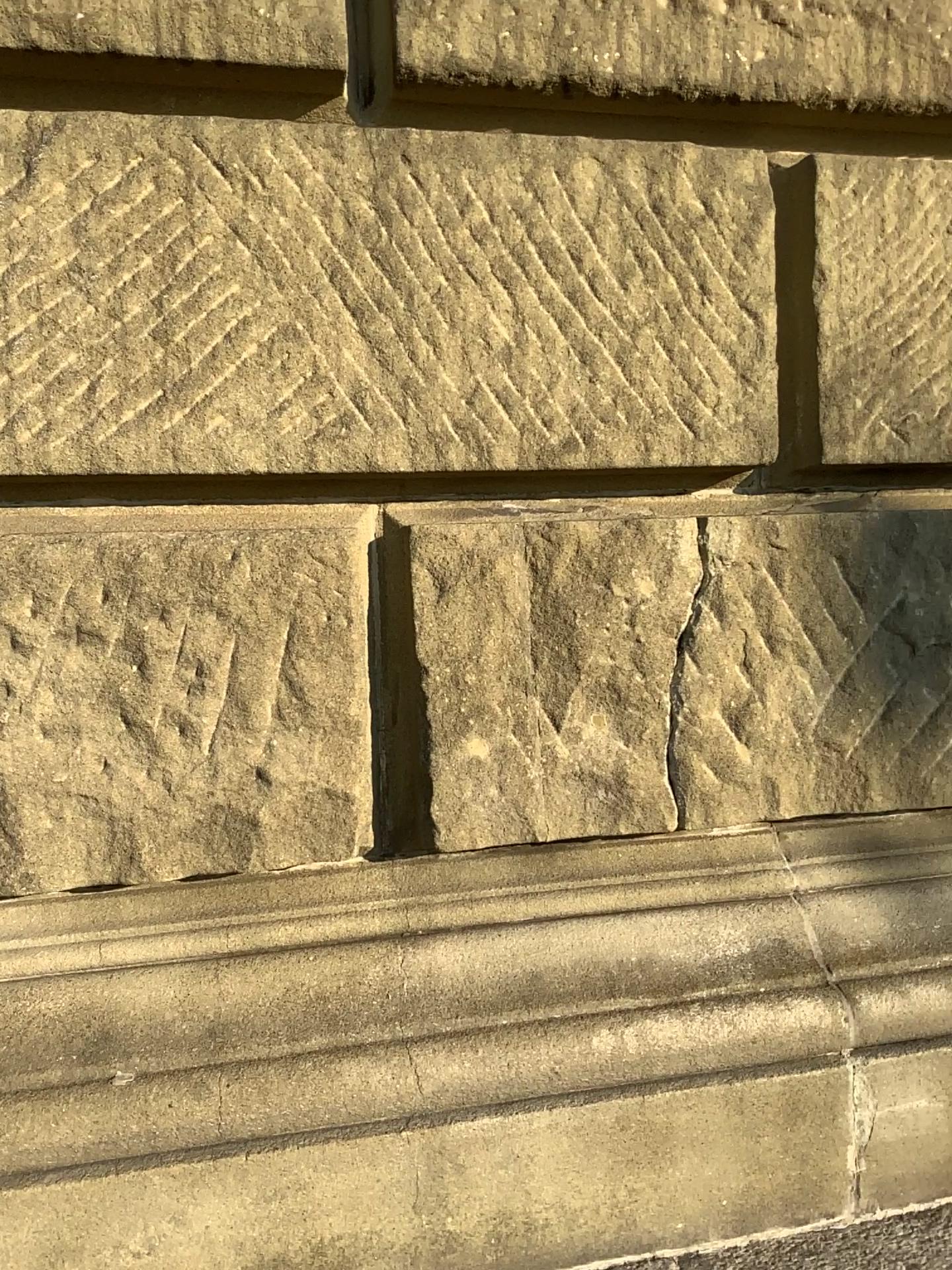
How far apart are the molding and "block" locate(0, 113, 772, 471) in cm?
54

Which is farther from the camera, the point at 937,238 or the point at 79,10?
the point at 937,238

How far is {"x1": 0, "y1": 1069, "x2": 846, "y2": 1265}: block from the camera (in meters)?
1.23

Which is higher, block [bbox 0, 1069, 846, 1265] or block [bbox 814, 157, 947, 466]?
block [bbox 814, 157, 947, 466]

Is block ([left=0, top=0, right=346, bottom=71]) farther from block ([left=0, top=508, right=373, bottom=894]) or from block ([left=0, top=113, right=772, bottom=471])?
block ([left=0, top=508, right=373, bottom=894])

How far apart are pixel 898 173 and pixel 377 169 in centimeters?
77cm

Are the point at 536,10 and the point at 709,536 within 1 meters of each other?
yes

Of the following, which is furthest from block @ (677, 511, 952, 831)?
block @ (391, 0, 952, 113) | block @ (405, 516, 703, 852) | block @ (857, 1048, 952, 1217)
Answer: block @ (391, 0, 952, 113)

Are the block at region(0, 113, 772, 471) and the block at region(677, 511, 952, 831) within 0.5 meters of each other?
yes

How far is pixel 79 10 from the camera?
1.25m
